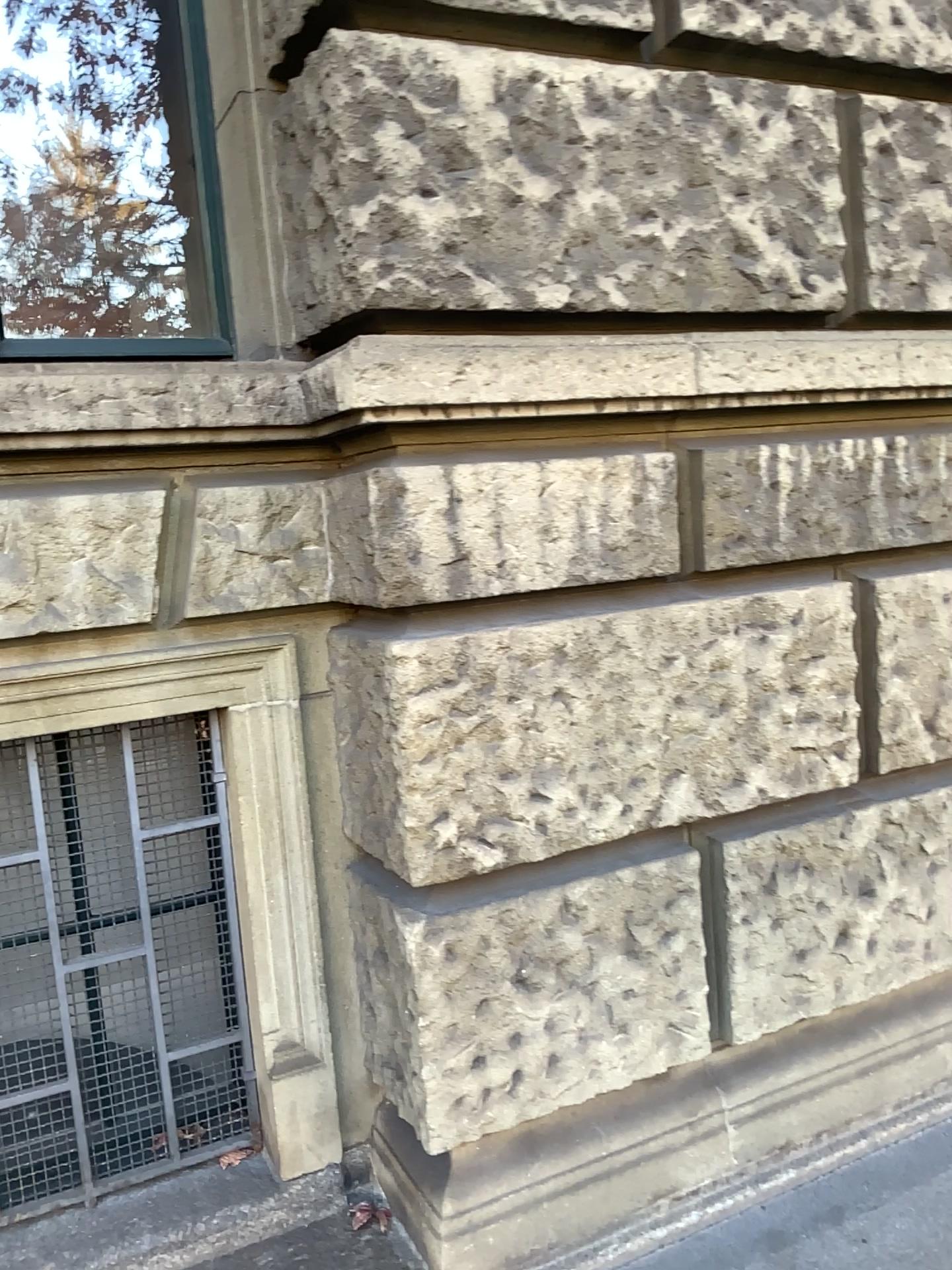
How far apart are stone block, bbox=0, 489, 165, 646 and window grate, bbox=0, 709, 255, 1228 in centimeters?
29cm

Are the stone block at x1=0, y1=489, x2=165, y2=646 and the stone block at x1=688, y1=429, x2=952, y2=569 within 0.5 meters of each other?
no

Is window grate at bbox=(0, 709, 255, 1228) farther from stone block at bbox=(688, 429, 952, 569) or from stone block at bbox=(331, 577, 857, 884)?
stone block at bbox=(688, 429, 952, 569)

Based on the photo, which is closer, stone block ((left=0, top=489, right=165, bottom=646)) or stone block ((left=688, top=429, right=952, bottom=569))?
stone block ((left=0, top=489, right=165, bottom=646))

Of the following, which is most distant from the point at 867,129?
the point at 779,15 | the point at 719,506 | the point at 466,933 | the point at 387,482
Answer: the point at 466,933

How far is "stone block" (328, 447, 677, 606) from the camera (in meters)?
1.89

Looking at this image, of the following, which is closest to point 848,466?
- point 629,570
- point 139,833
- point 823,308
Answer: point 823,308

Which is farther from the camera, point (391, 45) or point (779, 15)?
point (779, 15)

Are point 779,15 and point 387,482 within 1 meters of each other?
no

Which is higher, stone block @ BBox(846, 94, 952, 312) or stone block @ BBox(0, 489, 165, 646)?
stone block @ BBox(846, 94, 952, 312)
